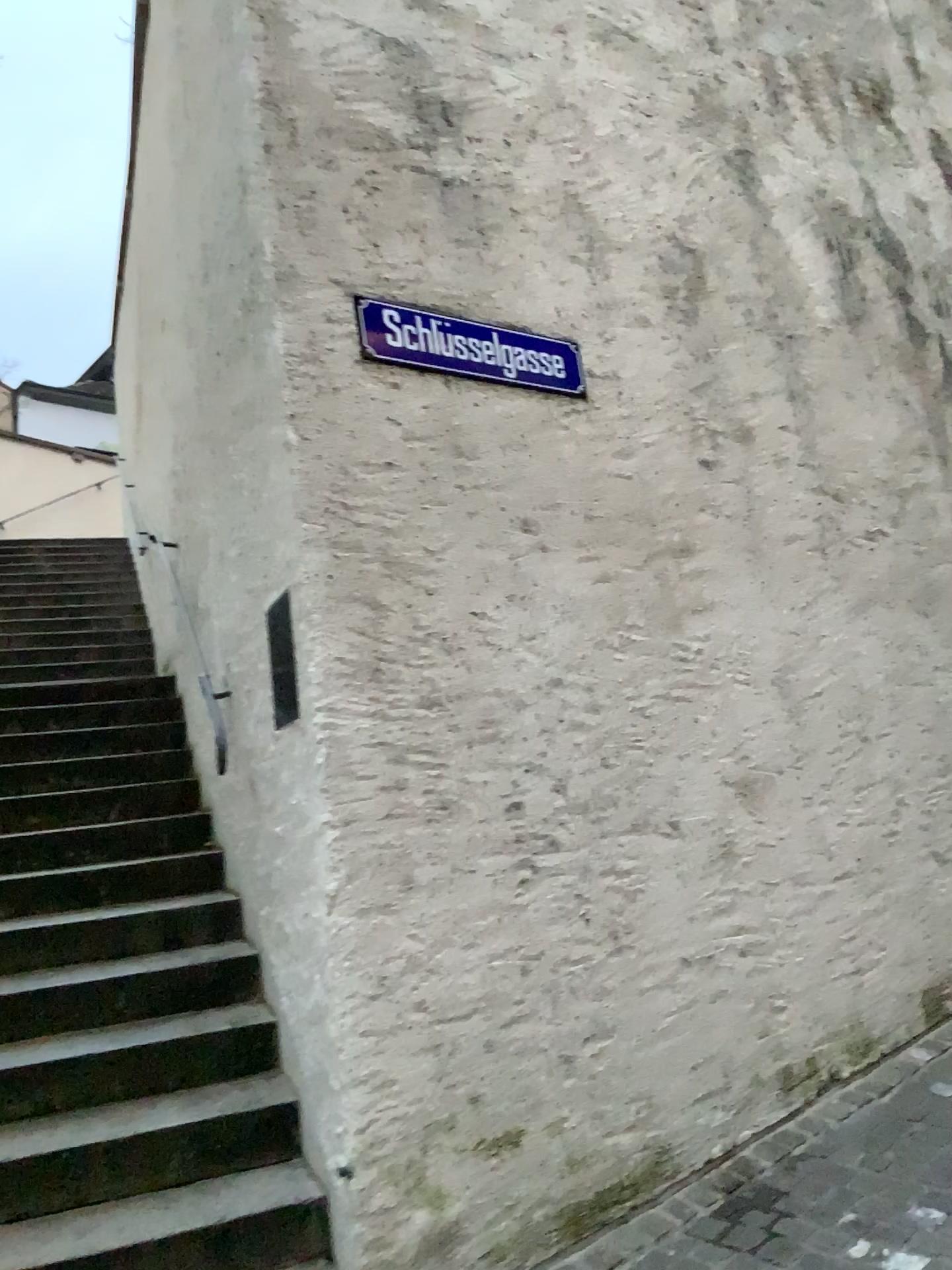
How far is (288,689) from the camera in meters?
3.3 m

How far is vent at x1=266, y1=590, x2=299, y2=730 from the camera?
3.3m

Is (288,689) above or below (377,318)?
below

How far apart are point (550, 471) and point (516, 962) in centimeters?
155cm

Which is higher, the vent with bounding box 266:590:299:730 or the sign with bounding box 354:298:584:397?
the sign with bounding box 354:298:584:397
